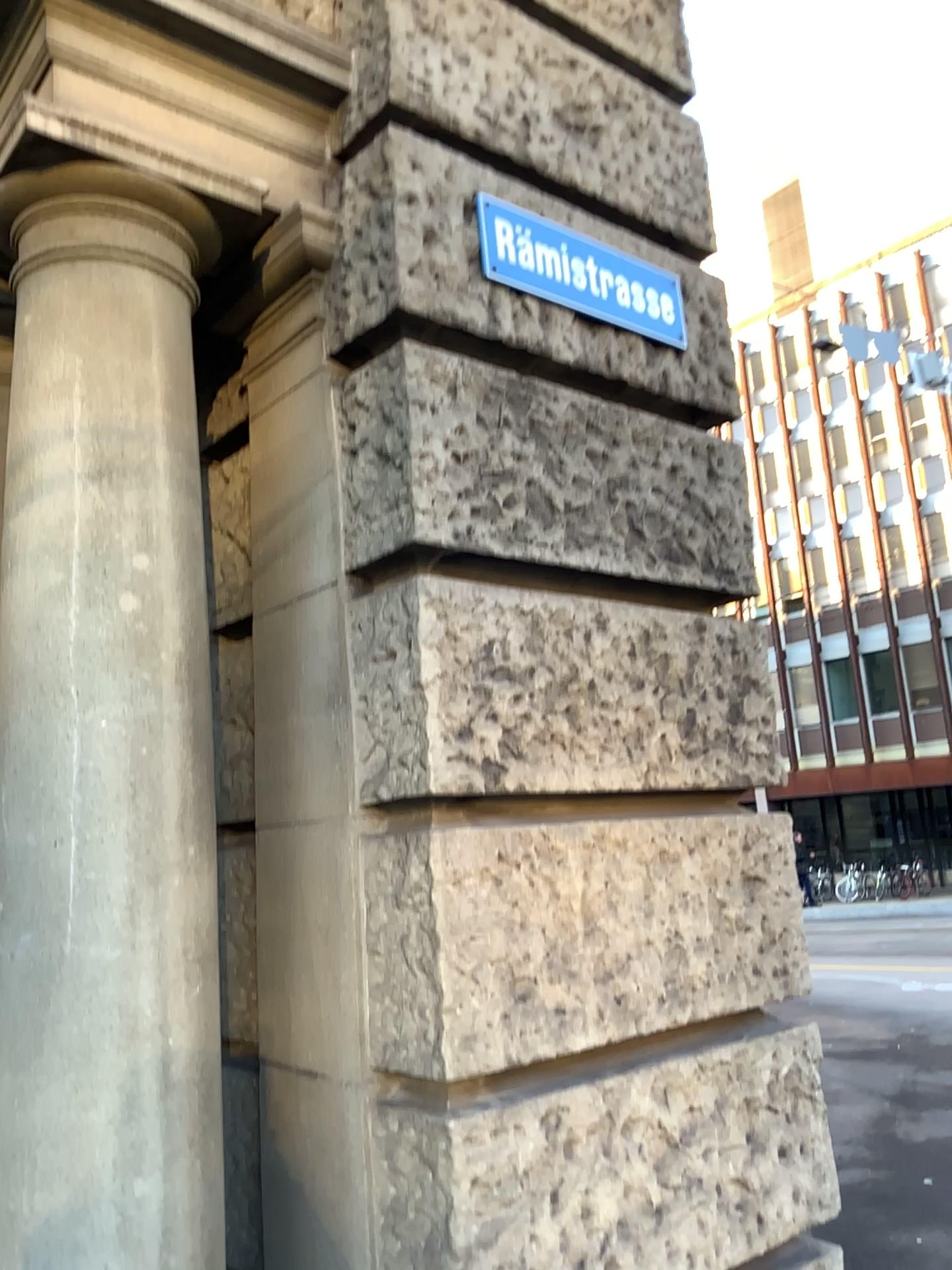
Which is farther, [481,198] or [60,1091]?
[481,198]

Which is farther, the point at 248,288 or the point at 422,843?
the point at 248,288

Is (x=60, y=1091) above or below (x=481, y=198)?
below

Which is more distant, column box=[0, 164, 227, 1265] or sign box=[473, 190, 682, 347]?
sign box=[473, 190, 682, 347]
